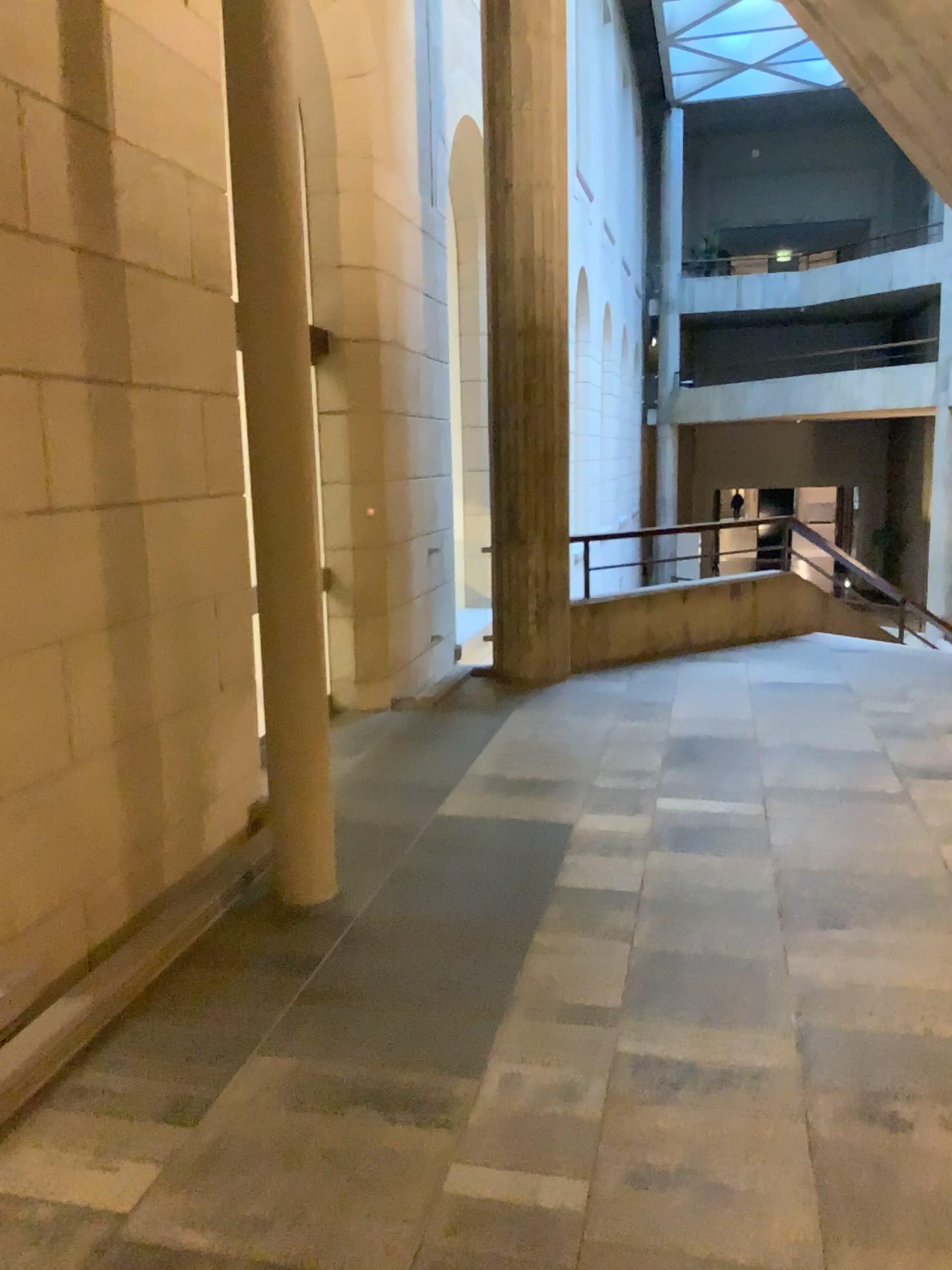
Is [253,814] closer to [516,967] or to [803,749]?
[516,967]
